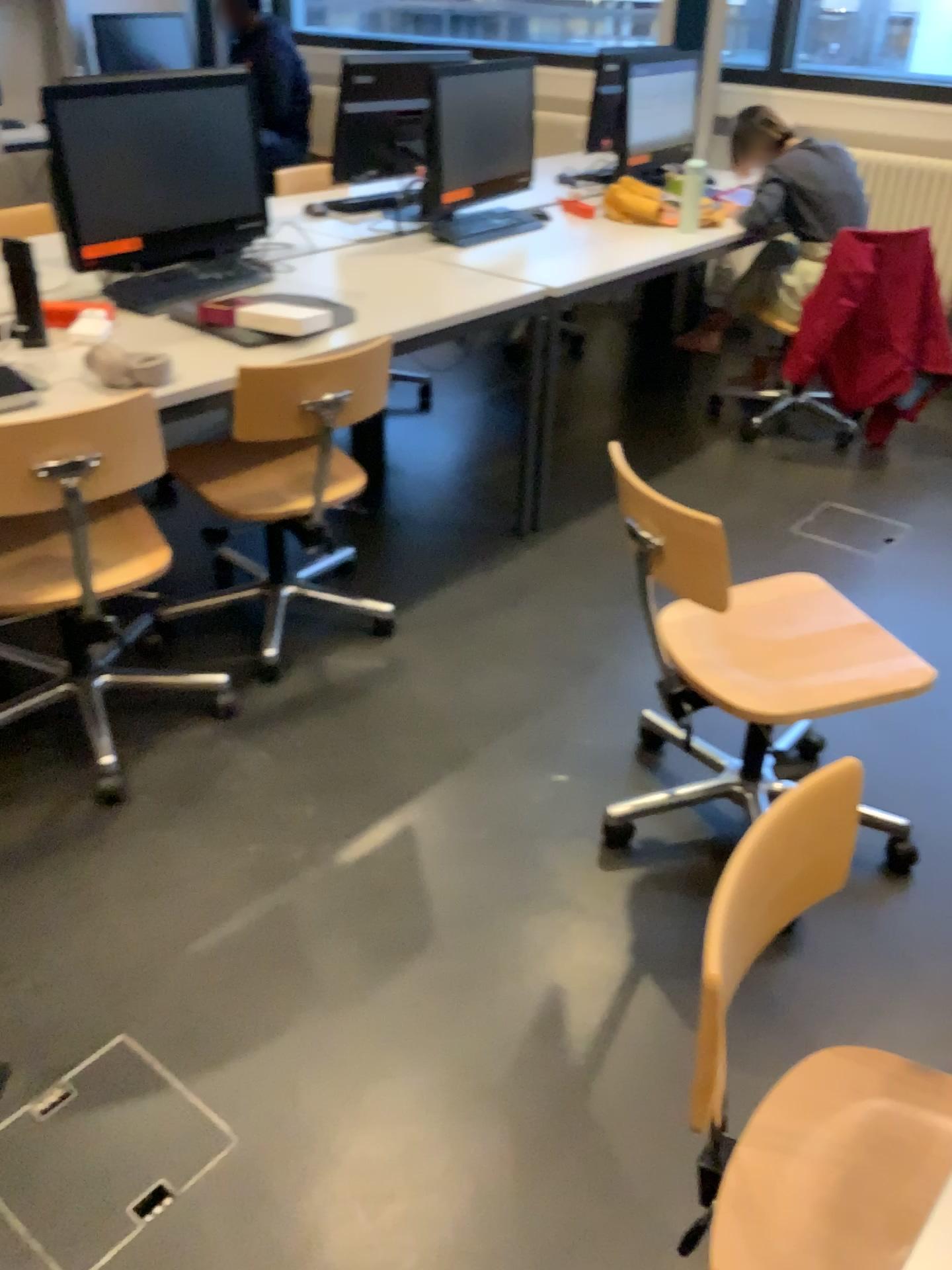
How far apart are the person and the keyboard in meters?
1.7 m

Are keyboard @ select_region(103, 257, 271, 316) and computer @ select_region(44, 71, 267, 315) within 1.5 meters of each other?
yes

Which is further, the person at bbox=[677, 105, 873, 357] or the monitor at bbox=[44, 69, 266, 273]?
the person at bbox=[677, 105, 873, 357]

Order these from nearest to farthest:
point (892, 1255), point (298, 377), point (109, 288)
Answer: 1. point (892, 1255)
2. point (298, 377)
3. point (109, 288)

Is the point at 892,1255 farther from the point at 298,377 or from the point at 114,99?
the point at 114,99

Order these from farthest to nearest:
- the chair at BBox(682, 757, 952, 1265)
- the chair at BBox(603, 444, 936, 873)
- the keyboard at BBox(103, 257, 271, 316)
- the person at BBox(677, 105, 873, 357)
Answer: the person at BBox(677, 105, 873, 357), the keyboard at BBox(103, 257, 271, 316), the chair at BBox(603, 444, 936, 873), the chair at BBox(682, 757, 952, 1265)

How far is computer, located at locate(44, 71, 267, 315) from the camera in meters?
2.4 m

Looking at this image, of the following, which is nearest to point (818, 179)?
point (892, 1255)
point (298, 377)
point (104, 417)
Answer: point (298, 377)

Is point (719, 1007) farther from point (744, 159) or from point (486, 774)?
point (744, 159)

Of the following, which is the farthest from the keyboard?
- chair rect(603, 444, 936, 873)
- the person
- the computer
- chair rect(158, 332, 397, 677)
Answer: the person
